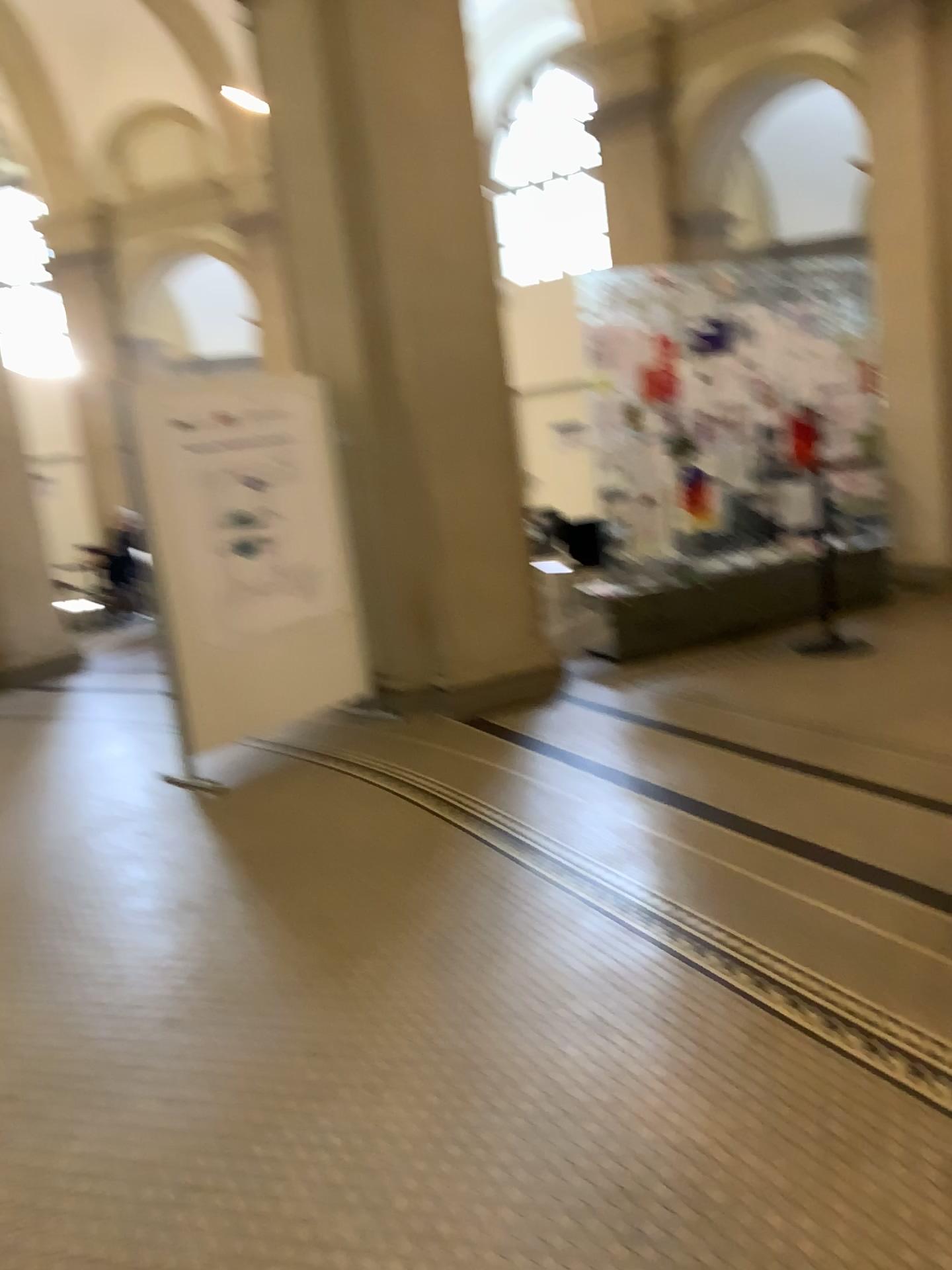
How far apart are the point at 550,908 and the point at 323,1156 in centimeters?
122cm
